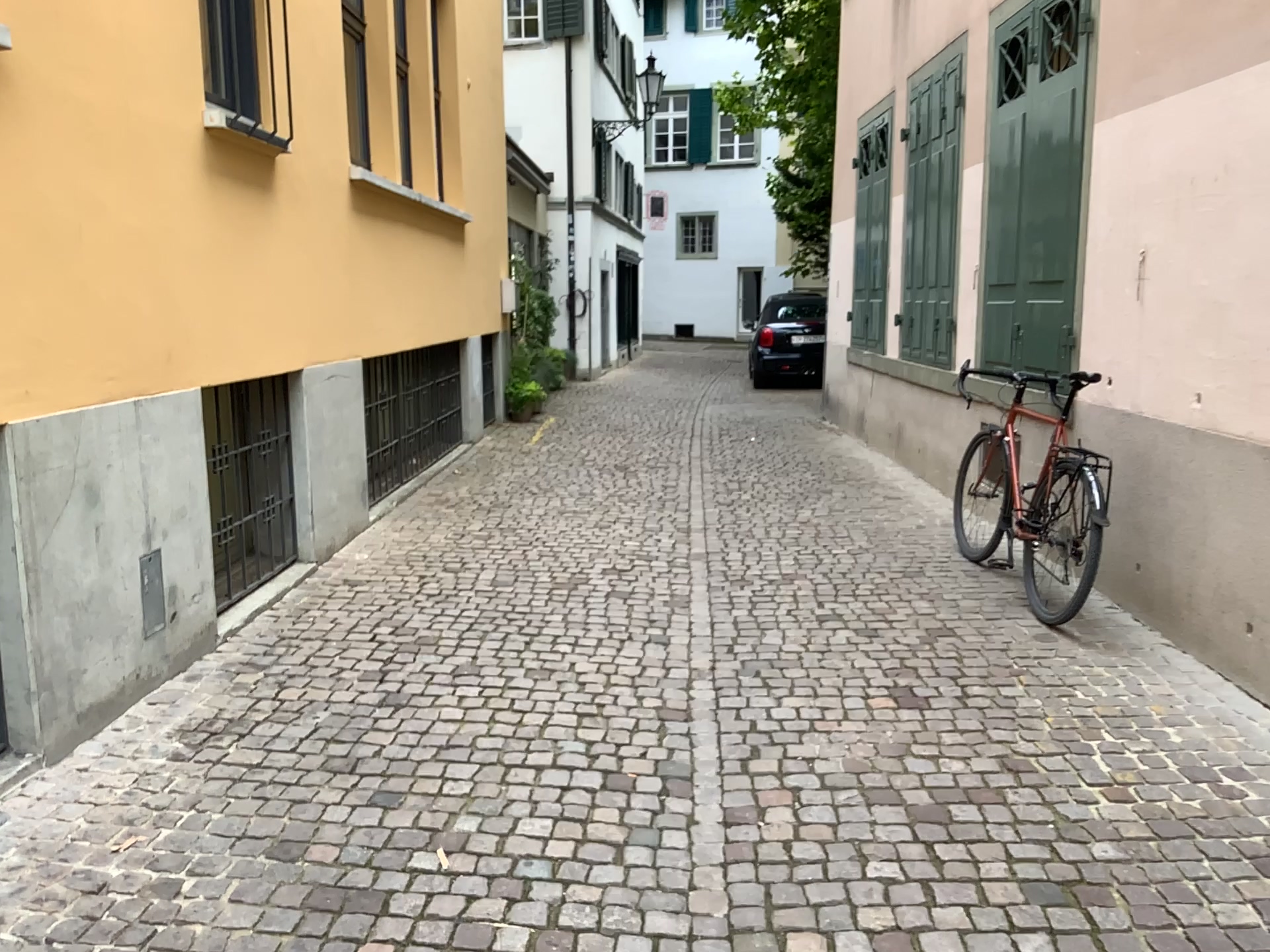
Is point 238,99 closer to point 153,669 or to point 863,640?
point 153,669
